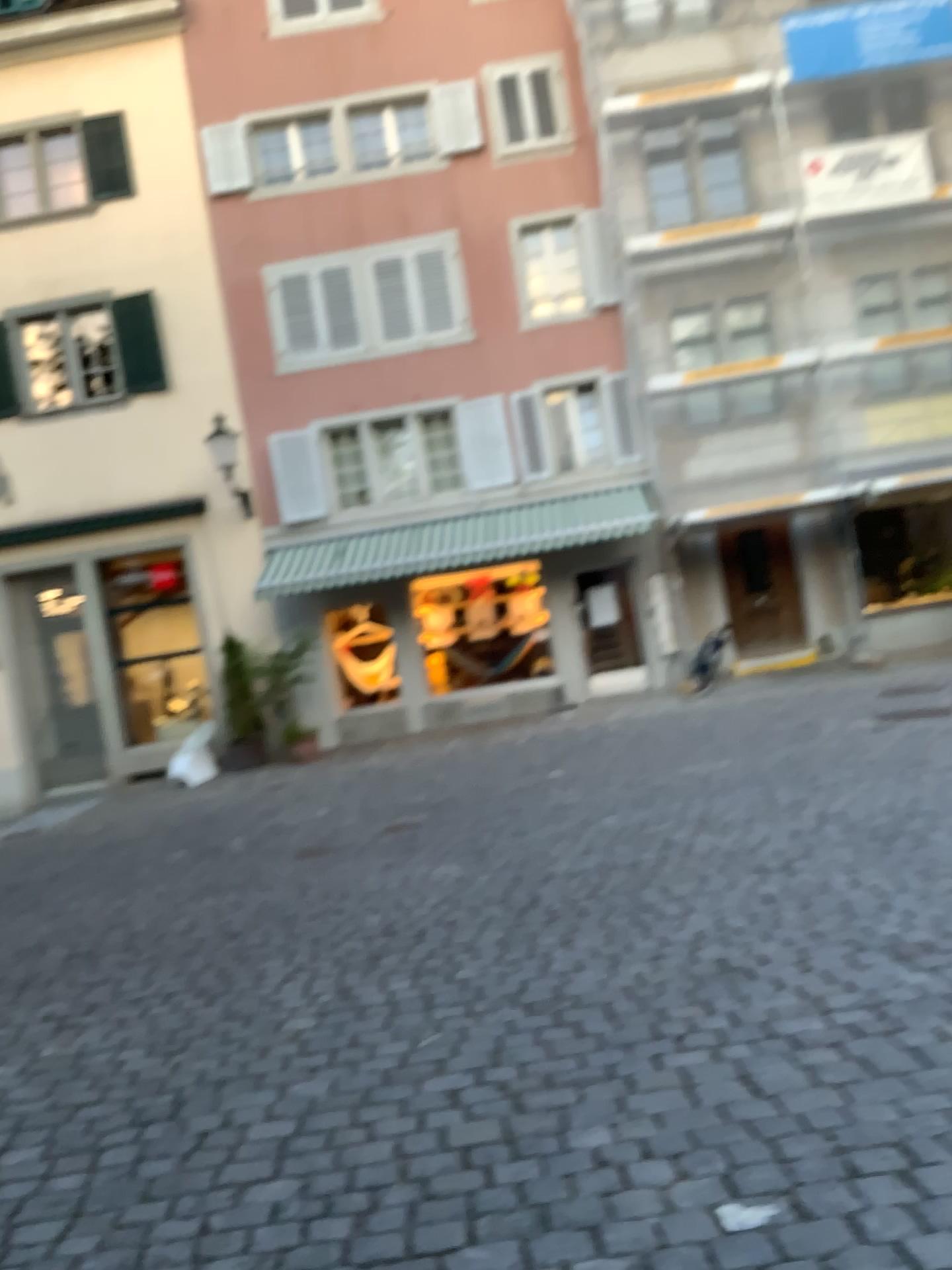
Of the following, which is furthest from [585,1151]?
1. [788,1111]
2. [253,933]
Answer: [253,933]
